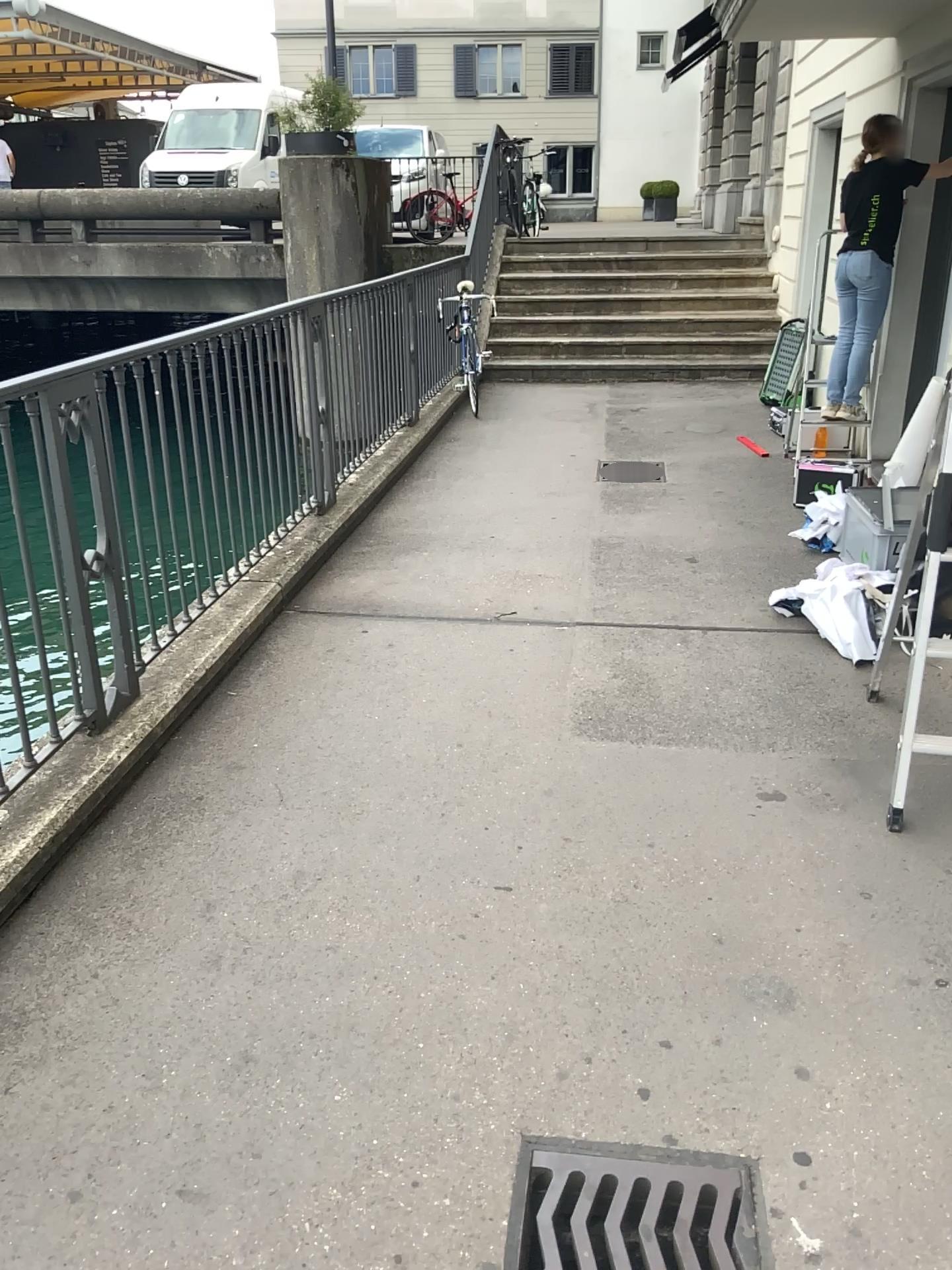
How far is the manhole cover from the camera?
1.8 meters

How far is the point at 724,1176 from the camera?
1.80m

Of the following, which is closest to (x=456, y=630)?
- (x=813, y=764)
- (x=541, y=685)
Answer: (x=541, y=685)
